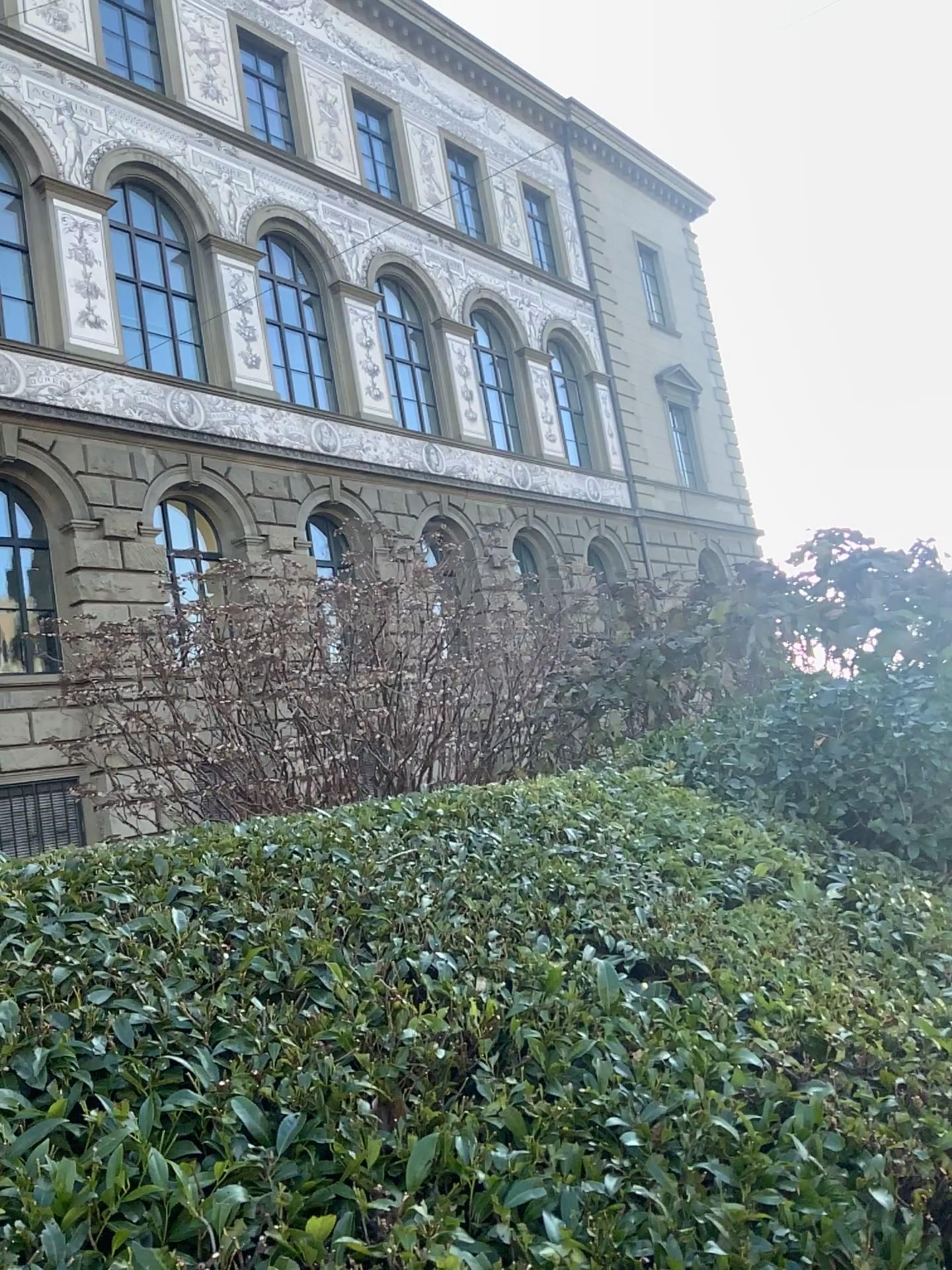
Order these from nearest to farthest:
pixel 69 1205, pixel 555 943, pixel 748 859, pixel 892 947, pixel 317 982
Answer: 1. pixel 69 1205
2. pixel 317 982
3. pixel 555 943
4. pixel 892 947
5. pixel 748 859
